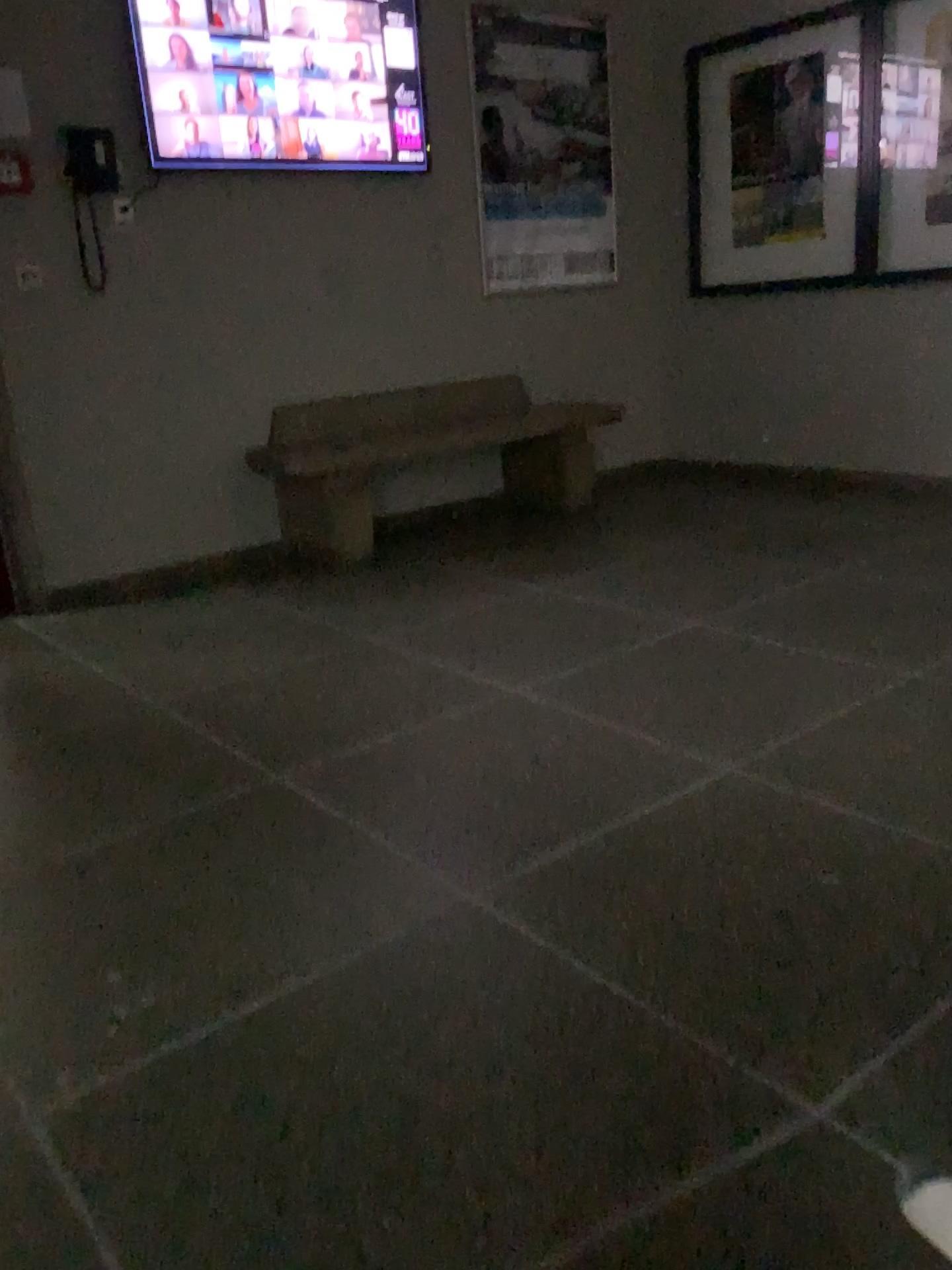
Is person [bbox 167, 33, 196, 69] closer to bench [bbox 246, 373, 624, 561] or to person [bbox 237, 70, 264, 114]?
person [bbox 237, 70, 264, 114]

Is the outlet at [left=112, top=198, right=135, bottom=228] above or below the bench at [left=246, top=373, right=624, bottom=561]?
above

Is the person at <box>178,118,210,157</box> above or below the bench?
above

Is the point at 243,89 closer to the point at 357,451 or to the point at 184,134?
the point at 184,134

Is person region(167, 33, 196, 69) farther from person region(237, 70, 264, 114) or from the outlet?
the outlet

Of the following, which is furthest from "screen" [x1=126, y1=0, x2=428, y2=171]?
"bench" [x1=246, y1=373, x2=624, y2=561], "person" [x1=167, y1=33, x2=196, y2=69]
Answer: "bench" [x1=246, y1=373, x2=624, y2=561]

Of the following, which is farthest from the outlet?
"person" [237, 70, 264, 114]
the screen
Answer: "person" [237, 70, 264, 114]

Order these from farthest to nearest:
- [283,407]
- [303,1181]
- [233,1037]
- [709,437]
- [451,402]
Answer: [709,437]
[451,402]
[283,407]
[233,1037]
[303,1181]

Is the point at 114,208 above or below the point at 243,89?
below

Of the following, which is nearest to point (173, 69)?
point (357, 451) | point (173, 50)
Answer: point (173, 50)
